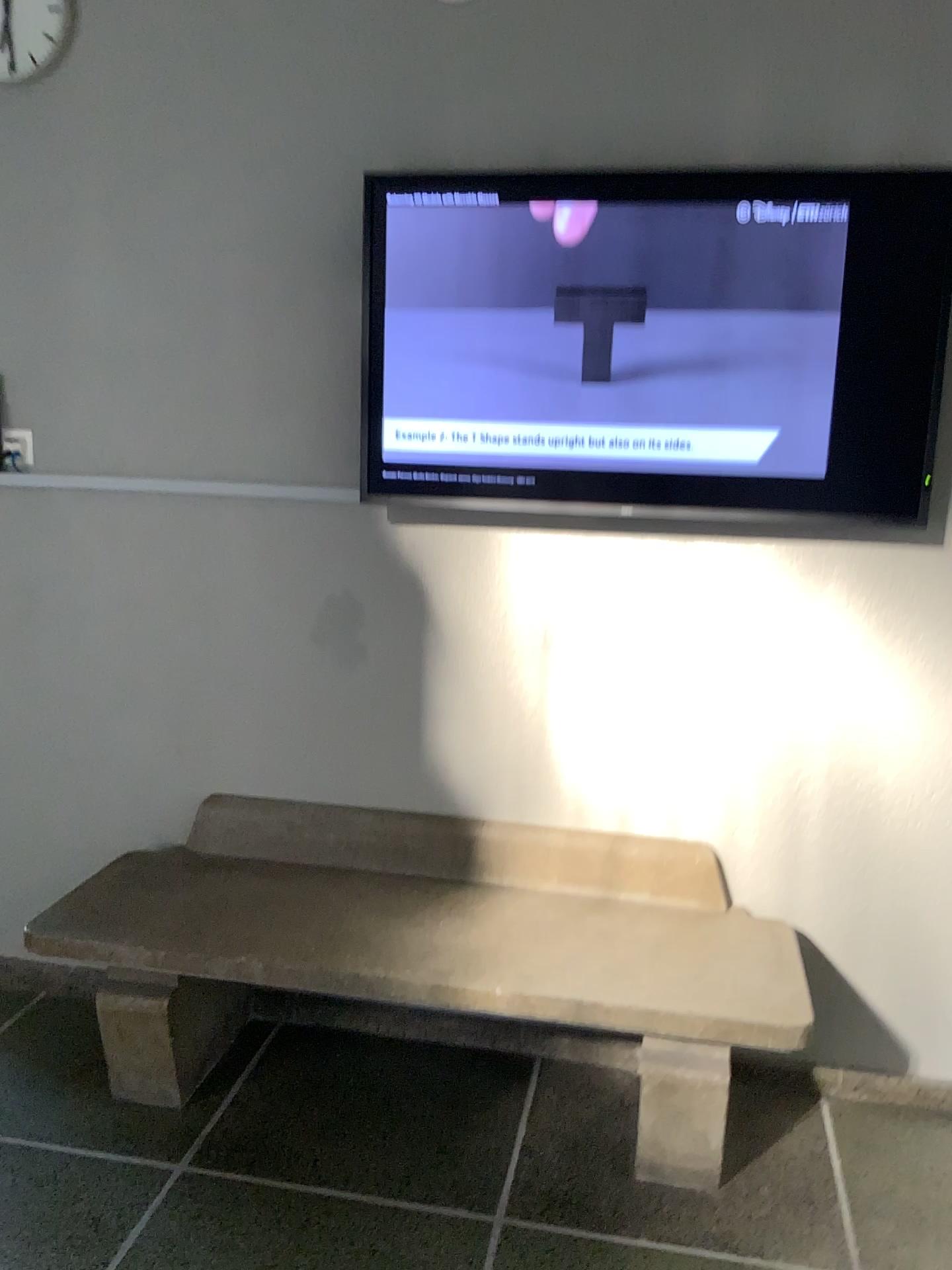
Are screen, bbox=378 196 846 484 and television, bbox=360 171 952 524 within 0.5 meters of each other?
yes

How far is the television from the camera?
2.23m

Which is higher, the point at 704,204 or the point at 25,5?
the point at 25,5

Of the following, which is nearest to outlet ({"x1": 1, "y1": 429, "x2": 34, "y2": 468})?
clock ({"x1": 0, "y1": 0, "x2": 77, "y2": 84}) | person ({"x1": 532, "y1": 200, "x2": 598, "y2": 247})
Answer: clock ({"x1": 0, "y1": 0, "x2": 77, "y2": 84})

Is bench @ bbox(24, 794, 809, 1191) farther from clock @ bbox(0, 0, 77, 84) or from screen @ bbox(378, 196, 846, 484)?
clock @ bbox(0, 0, 77, 84)

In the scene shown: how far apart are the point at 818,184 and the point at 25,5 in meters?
1.9

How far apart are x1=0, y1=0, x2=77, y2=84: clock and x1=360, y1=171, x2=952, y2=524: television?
0.9m

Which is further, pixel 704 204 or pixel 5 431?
pixel 5 431

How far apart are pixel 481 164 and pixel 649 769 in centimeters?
146cm

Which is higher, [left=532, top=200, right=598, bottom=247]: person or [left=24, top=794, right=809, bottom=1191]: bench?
[left=532, top=200, right=598, bottom=247]: person
